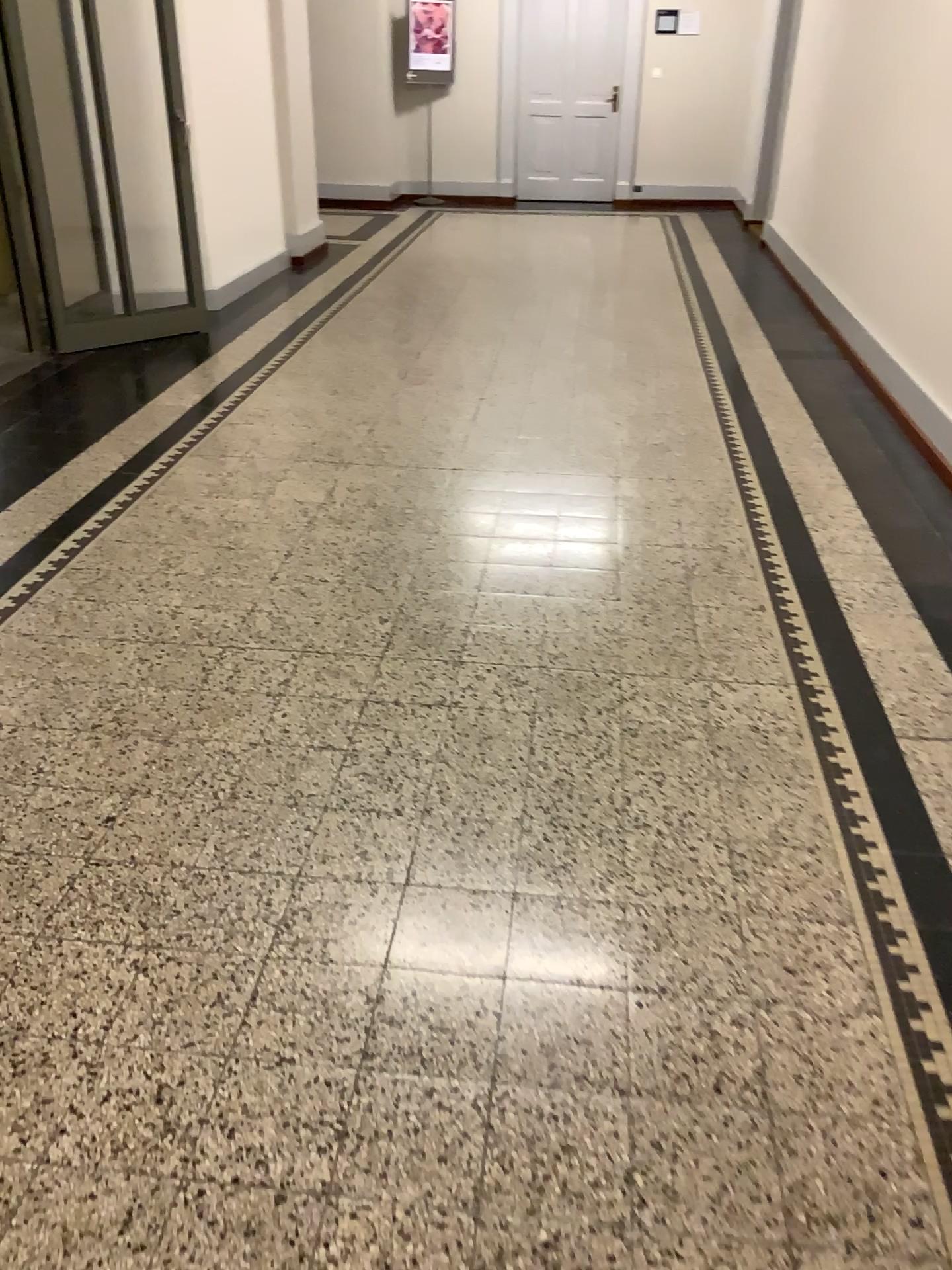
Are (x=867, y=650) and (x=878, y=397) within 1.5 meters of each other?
no
